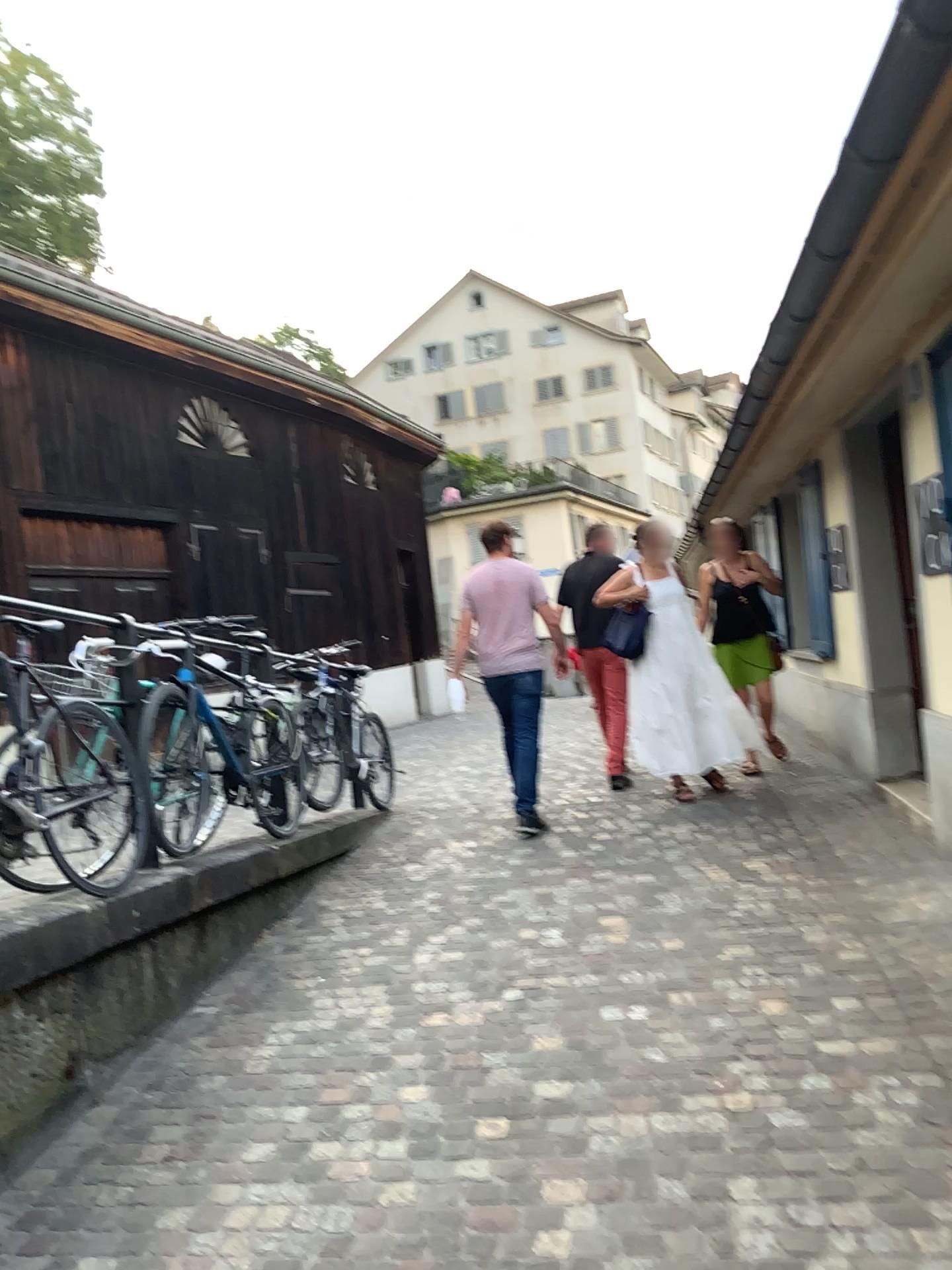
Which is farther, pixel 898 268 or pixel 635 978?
pixel 635 978
